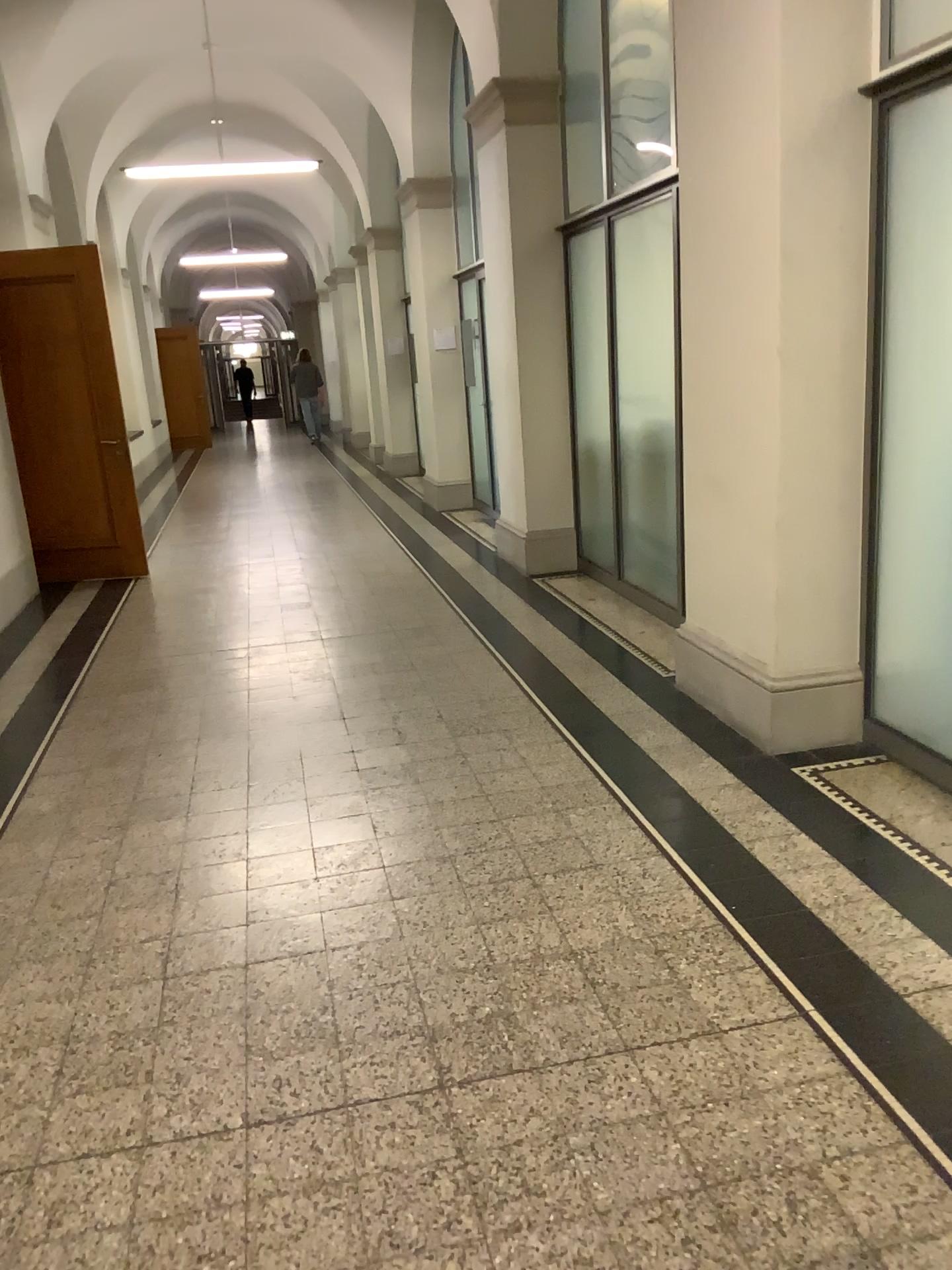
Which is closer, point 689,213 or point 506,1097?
point 506,1097
